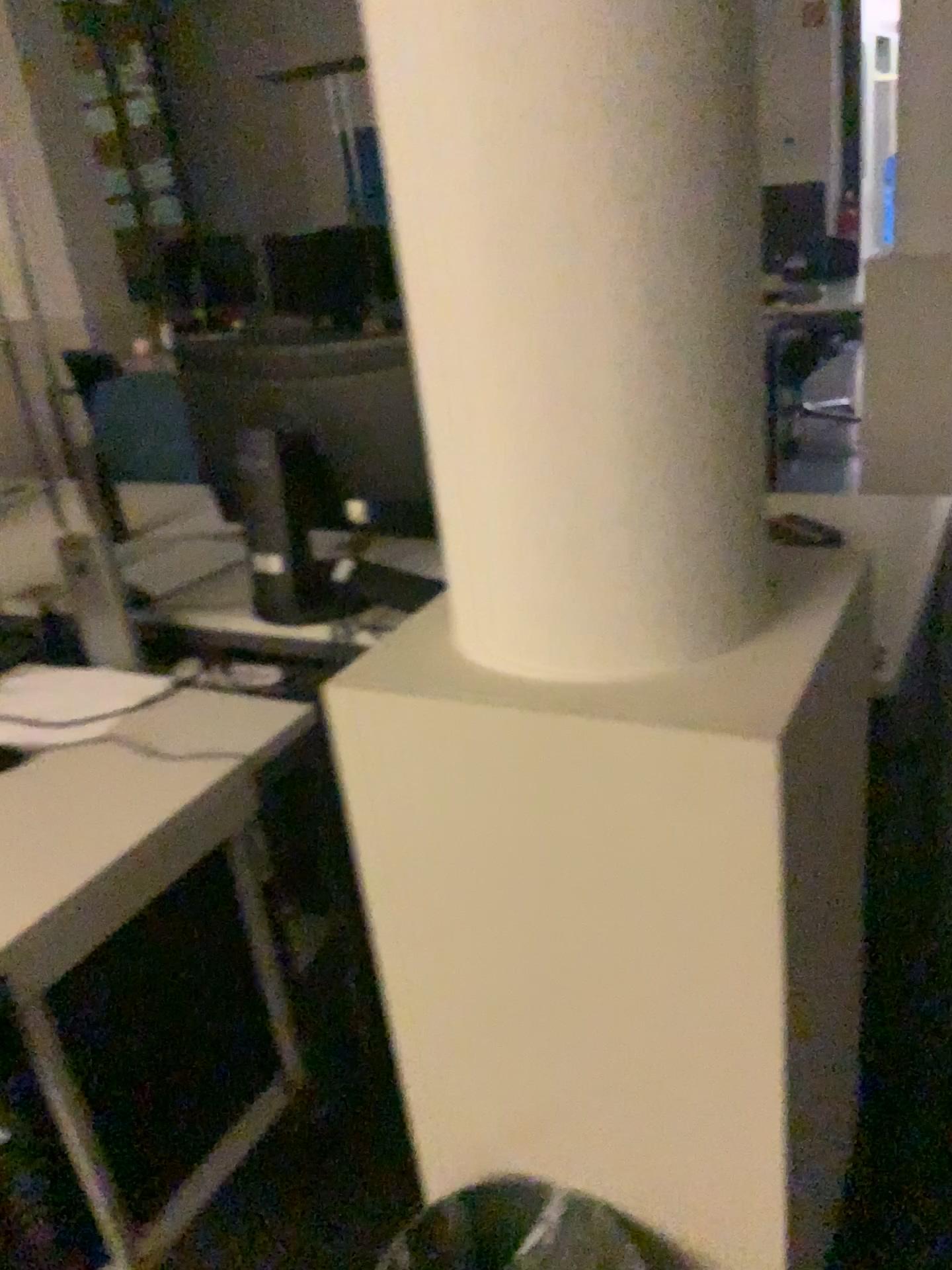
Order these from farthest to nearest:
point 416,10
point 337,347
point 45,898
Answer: point 337,347
point 45,898
point 416,10

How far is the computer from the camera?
1.76m

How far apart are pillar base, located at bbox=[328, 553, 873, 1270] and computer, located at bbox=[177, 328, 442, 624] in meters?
0.6

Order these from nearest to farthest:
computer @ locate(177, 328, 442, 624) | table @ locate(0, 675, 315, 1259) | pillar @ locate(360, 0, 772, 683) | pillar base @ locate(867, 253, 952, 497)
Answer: pillar @ locate(360, 0, 772, 683), table @ locate(0, 675, 315, 1259), computer @ locate(177, 328, 442, 624), pillar base @ locate(867, 253, 952, 497)

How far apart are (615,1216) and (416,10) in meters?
1.3

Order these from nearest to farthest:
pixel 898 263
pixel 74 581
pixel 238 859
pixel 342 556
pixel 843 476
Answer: pixel 238 859
pixel 342 556
pixel 74 581
pixel 898 263
pixel 843 476

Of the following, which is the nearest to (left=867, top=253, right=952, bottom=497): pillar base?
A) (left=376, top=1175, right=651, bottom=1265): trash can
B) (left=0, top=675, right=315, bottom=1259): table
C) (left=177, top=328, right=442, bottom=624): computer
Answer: (left=177, top=328, right=442, bottom=624): computer

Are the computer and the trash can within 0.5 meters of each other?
no

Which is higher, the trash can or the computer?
the computer

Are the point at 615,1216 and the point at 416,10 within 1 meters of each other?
no
